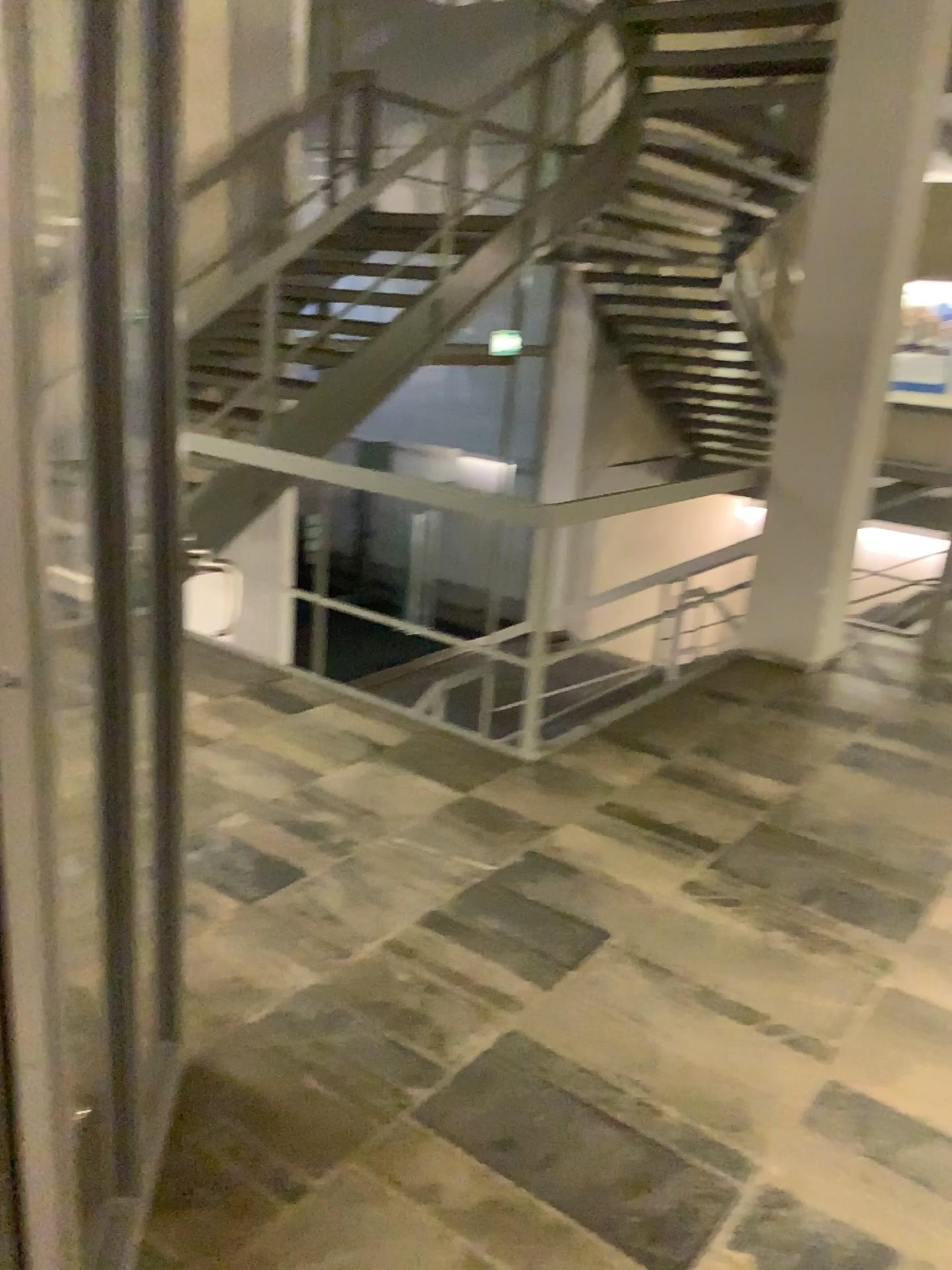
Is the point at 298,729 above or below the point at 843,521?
below
